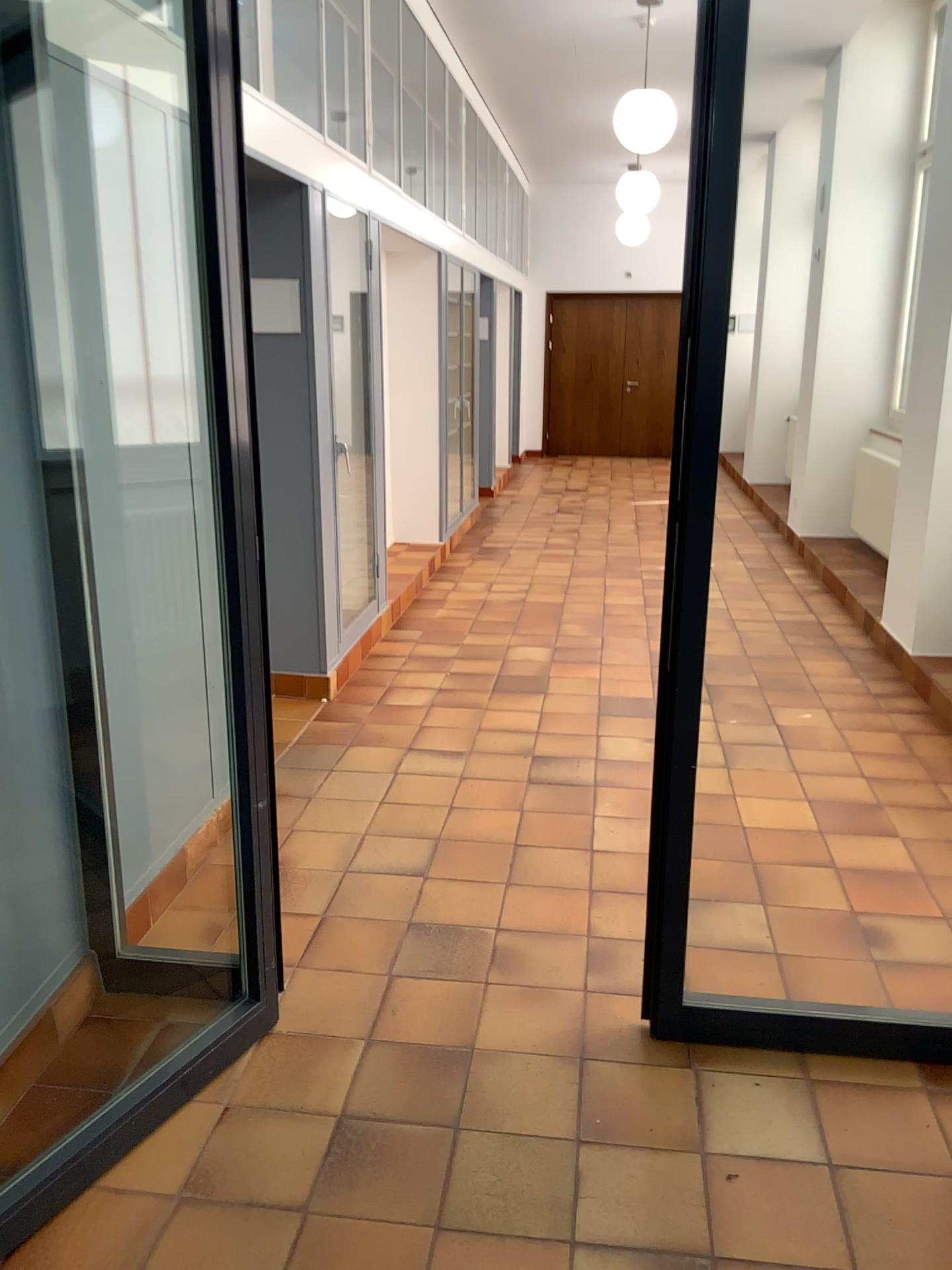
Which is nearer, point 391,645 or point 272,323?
point 272,323
